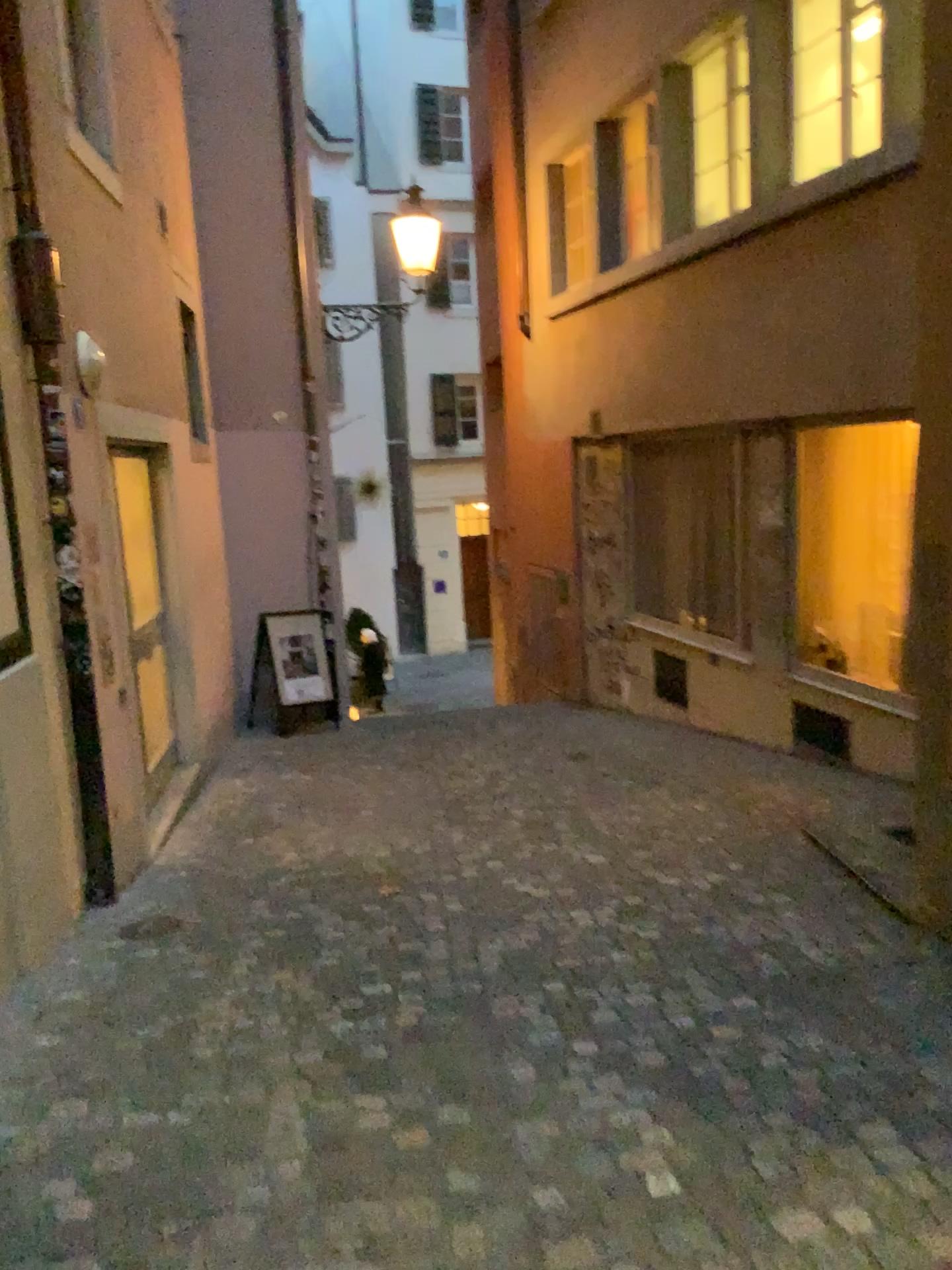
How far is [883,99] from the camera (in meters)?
3.48
